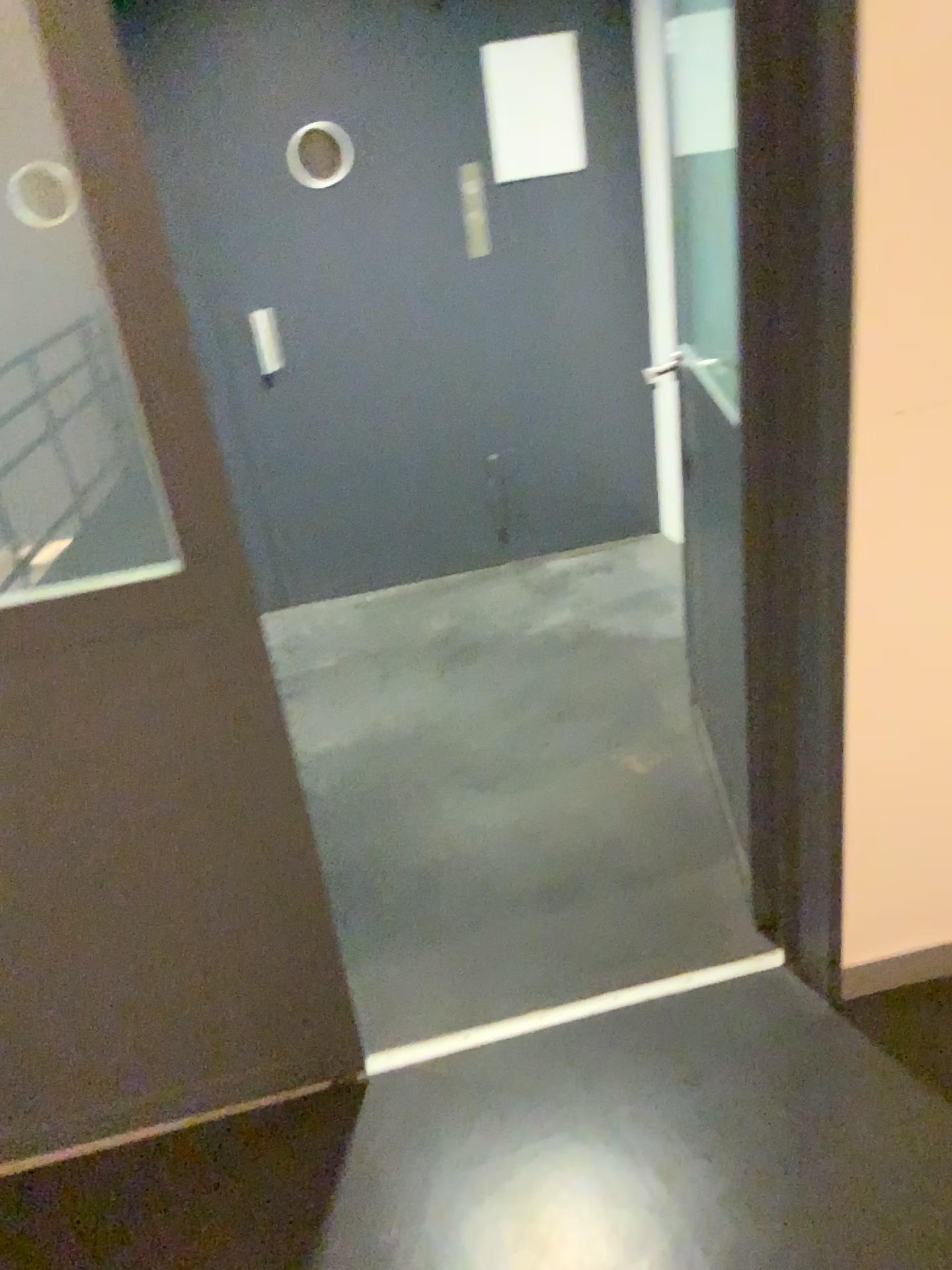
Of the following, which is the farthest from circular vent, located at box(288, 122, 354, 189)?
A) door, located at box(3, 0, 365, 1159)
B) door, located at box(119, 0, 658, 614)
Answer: door, located at box(3, 0, 365, 1159)

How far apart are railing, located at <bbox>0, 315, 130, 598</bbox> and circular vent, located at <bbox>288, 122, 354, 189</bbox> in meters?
2.4 m

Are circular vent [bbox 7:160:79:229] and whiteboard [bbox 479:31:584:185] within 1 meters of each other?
no

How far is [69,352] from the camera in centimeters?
139cm

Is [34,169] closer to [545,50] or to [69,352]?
[69,352]

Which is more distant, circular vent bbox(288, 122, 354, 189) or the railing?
circular vent bbox(288, 122, 354, 189)

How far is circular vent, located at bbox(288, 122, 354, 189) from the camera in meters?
3.4 m

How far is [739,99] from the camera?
1.6 meters

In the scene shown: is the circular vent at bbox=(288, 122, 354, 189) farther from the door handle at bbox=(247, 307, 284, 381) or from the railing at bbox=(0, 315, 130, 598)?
the railing at bbox=(0, 315, 130, 598)

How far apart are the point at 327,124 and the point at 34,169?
2.4 meters
